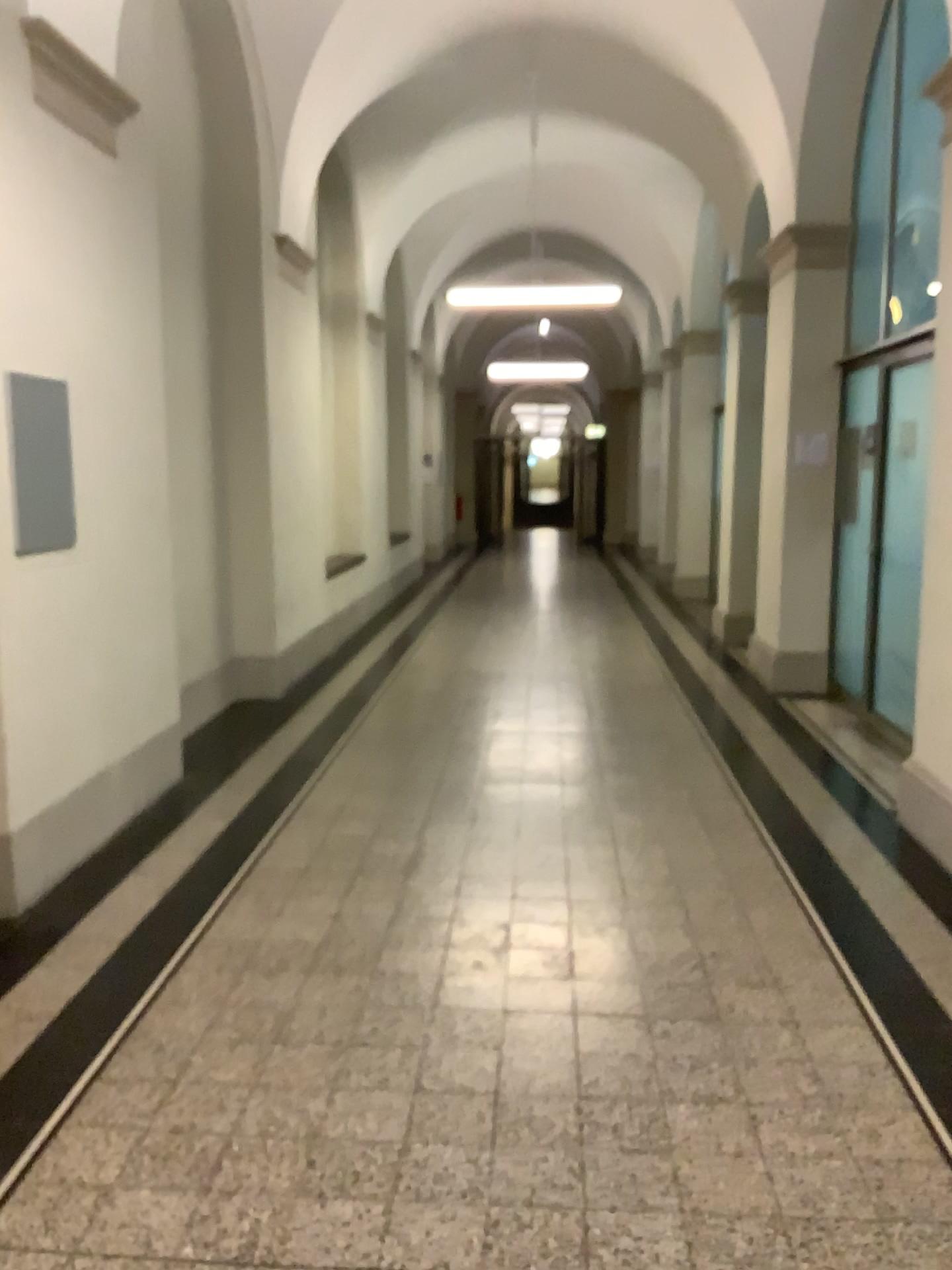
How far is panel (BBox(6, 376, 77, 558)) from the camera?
3.6 meters

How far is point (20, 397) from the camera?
3.59m

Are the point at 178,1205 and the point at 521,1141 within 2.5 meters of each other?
yes
